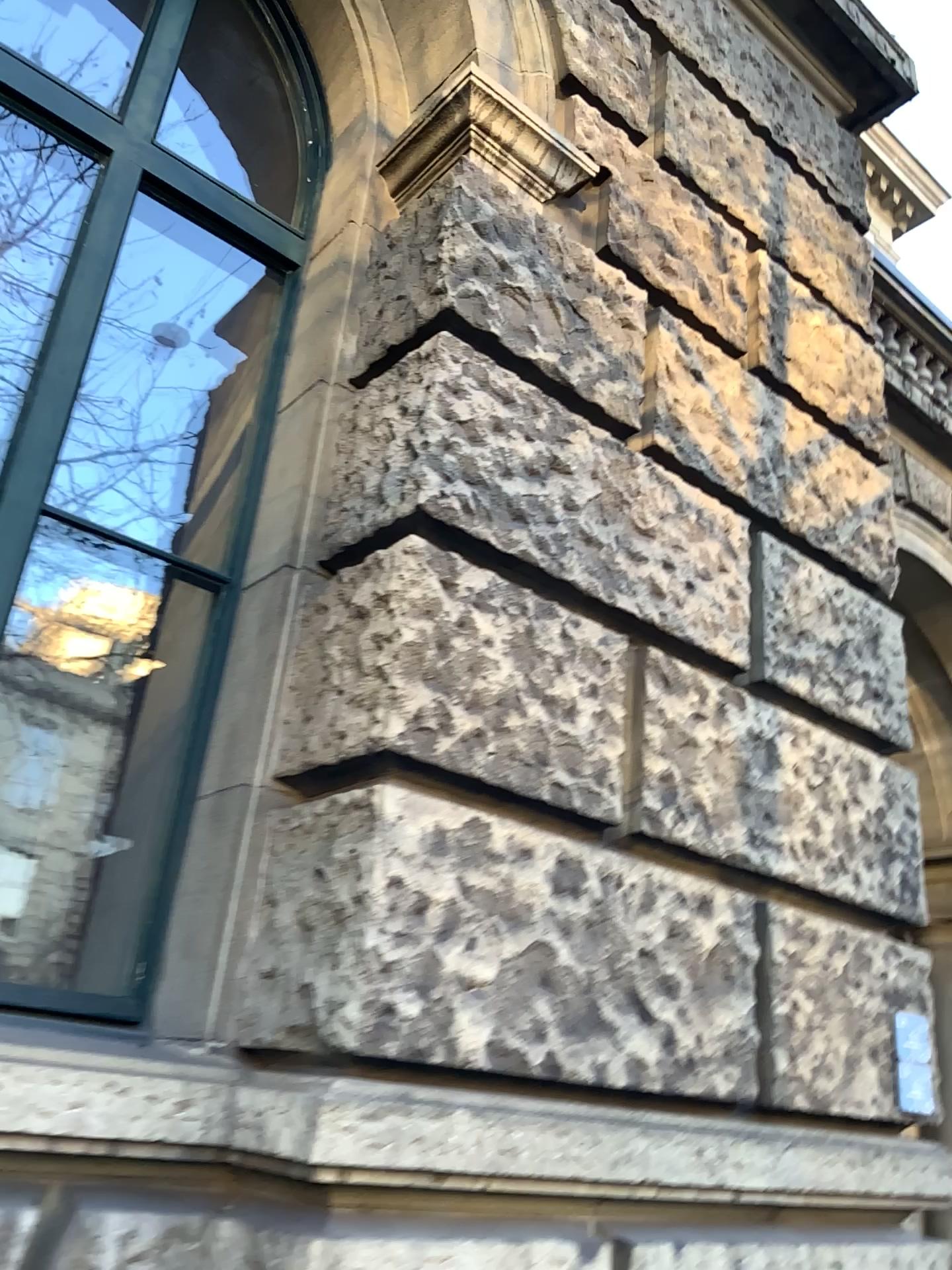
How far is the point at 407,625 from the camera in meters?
2.0

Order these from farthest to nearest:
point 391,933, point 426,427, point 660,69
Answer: point 660,69
point 426,427
point 391,933

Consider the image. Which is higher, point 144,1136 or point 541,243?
point 541,243

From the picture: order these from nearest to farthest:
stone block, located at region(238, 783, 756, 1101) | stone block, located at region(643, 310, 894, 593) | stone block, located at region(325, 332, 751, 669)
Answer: stone block, located at region(238, 783, 756, 1101) → stone block, located at region(325, 332, 751, 669) → stone block, located at region(643, 310, 894, 593)

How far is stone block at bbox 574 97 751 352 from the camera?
3.0 meters

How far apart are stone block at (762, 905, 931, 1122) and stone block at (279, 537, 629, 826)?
0.5 meters

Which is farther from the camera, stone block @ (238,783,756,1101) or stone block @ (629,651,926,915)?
stone block @ (629,651,926,915)

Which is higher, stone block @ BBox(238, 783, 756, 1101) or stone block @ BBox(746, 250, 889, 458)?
stone block @ BBox(746, 250, 889, 458)

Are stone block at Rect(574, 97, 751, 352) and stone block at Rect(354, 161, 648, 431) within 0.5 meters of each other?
yes

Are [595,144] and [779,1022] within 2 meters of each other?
no
